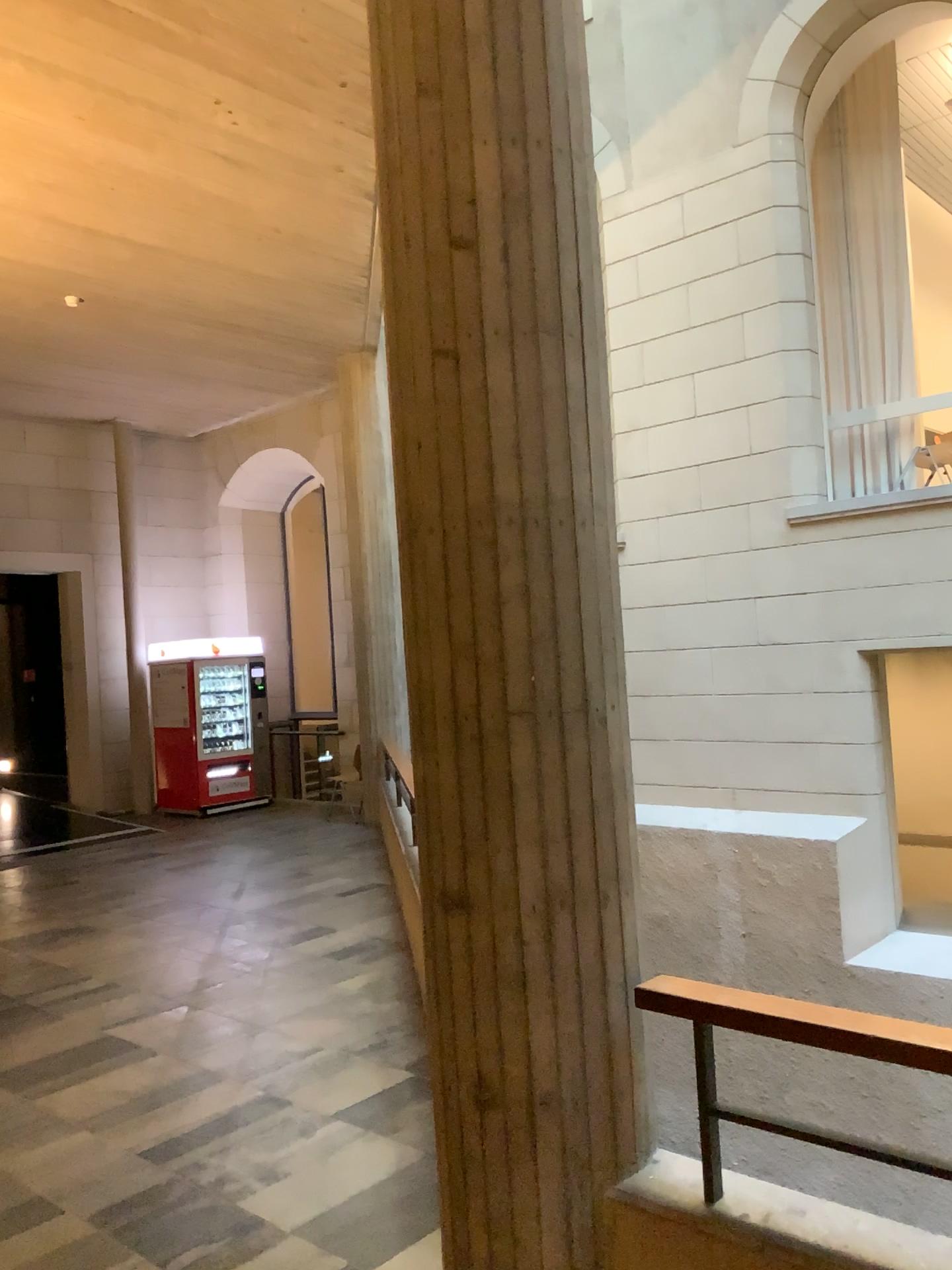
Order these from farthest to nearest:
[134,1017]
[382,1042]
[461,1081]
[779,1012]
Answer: [134,1017] → [382,1042] → [461,1081] → [779,1012]

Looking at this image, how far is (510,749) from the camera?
2.3 meters

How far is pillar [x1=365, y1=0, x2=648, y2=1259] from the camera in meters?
2.3 m
